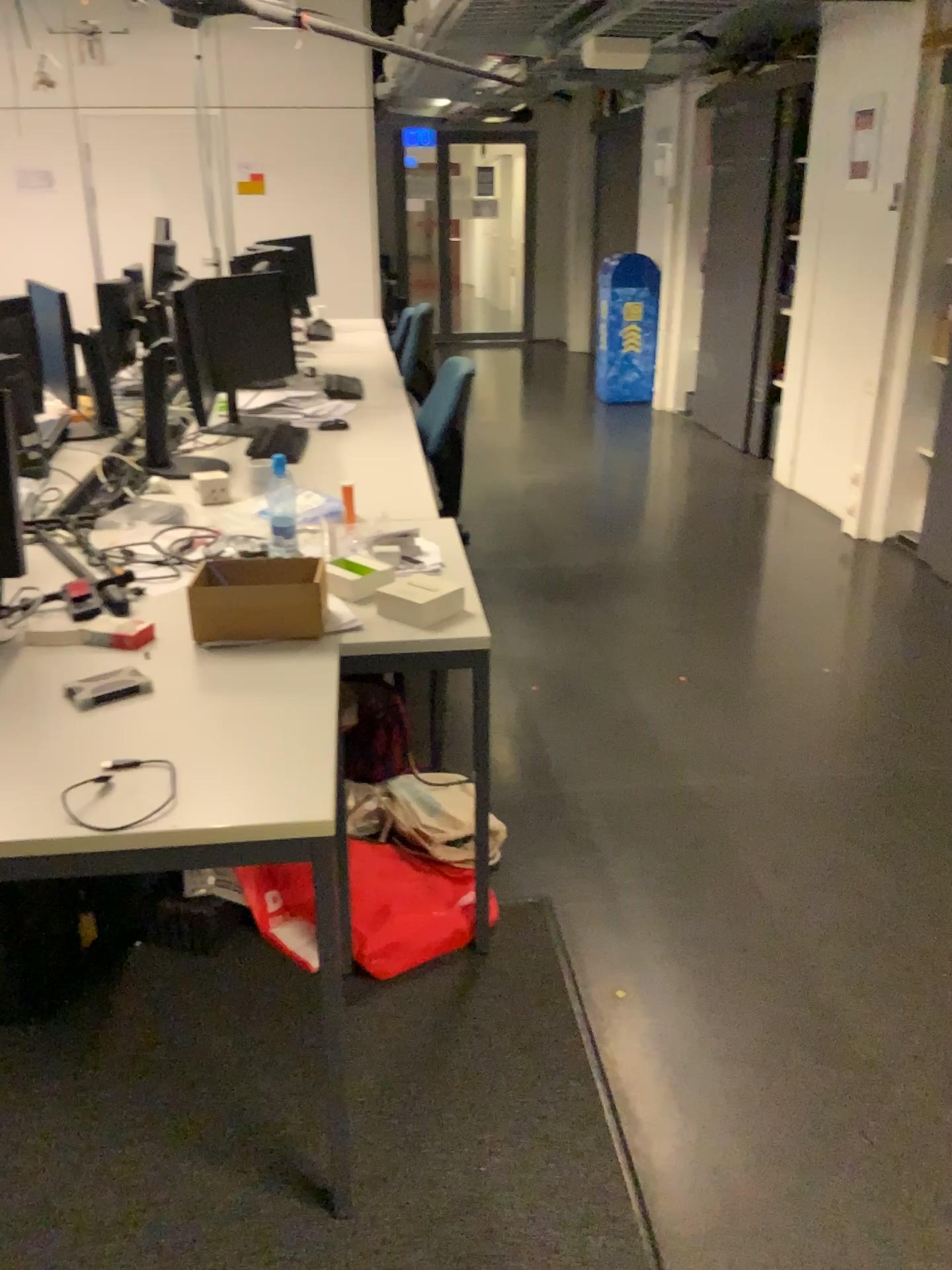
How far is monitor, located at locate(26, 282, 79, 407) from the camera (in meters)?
3.15

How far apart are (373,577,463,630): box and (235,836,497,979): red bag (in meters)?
0.56

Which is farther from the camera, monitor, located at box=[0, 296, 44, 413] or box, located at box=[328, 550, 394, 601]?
monitor, located at box=[0, 296, 44, 413]

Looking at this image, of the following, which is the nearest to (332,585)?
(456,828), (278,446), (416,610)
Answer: (416,610)

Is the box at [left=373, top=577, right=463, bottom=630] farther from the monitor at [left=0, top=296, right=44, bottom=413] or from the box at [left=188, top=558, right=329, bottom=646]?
the monitor at [left=0, top=296, right=44, bottom=413]

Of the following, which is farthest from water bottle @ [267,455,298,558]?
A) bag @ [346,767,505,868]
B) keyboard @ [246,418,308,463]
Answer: bag @ [346,767,505,868]

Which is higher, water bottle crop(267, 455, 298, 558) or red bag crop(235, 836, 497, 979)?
water bottle crop(267, 455, 298, 558)

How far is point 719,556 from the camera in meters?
4.7

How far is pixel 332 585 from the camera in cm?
212

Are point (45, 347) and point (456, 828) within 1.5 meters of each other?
no
